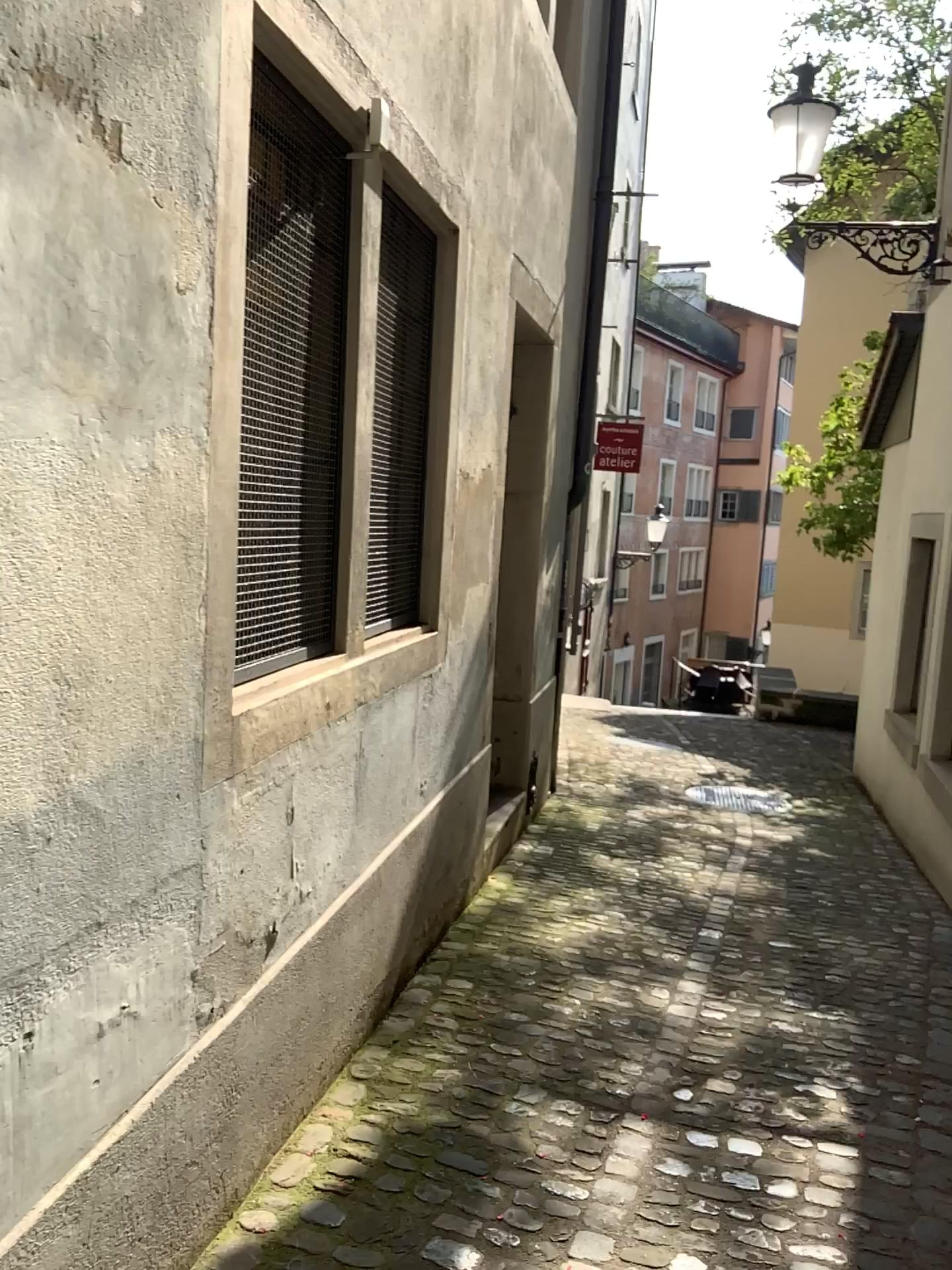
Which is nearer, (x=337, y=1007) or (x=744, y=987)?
(x=337, y=1007)

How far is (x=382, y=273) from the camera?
3.0 meters

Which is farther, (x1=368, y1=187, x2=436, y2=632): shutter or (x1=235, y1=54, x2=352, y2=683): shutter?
(x1=368, y1=187, x2=436, y2=632): shutter

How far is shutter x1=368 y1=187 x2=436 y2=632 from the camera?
3.0m

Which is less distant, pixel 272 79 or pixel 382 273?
pixel 272 79
